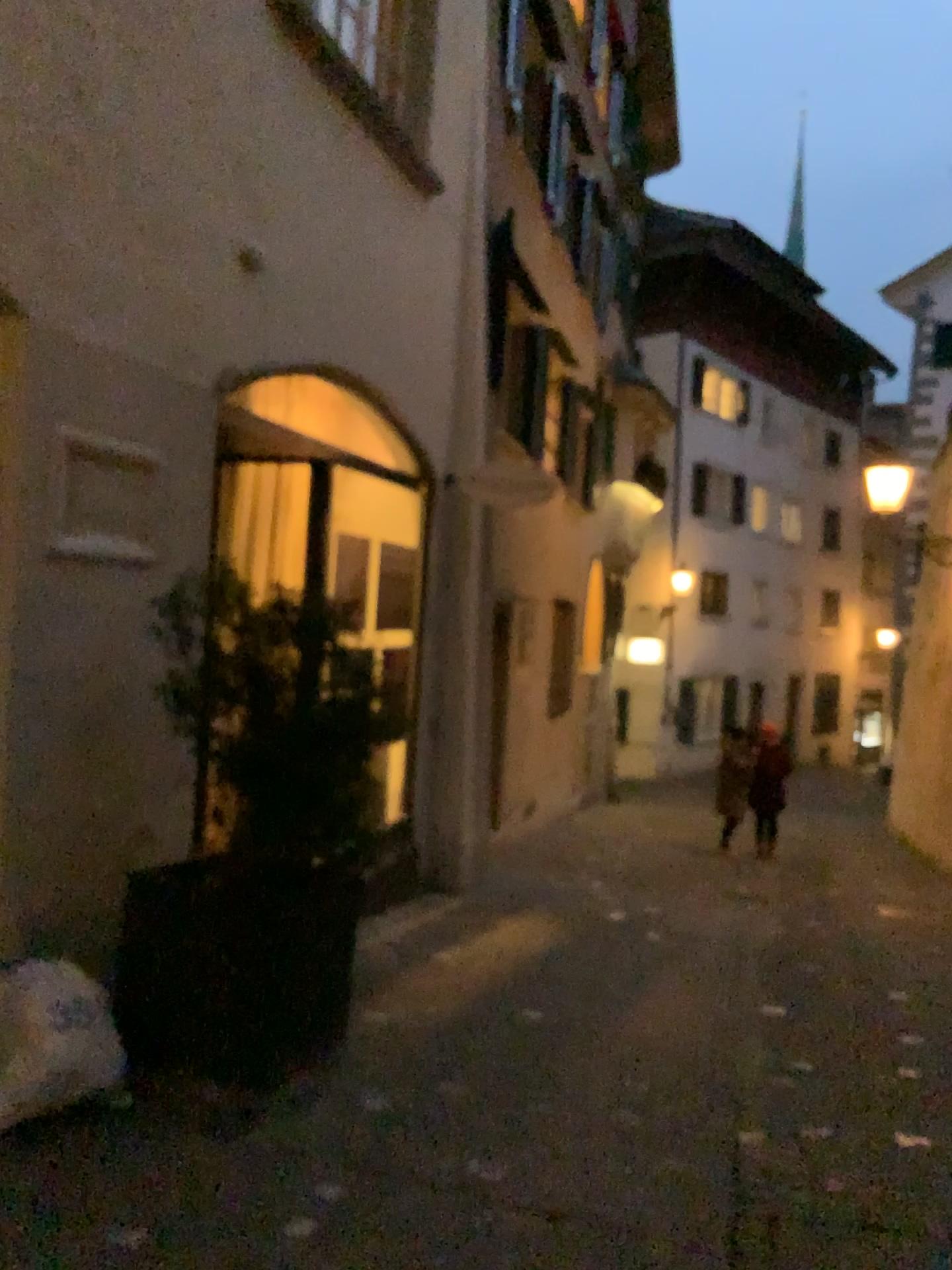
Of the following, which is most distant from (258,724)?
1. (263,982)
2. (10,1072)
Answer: (10,1072)

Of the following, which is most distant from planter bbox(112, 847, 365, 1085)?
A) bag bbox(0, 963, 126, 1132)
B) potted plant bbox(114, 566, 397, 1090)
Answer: bag bbox(0, 963, 126, 1132)

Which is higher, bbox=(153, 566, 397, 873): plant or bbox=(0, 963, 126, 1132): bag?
bbox=(153, 566, 397, 873): plant

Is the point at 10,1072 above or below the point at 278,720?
below

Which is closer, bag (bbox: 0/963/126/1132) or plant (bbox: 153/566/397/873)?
bag (bbox: 0/963/126/1132)

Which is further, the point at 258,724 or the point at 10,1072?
→ the point at 258,724

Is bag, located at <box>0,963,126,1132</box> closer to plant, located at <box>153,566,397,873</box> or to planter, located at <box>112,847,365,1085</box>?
planter, located at <box>112,847,365,1085</box>

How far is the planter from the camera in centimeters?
340cm

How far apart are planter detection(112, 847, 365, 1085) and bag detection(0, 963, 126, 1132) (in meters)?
0.32

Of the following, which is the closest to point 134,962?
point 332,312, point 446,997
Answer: point 446,997
